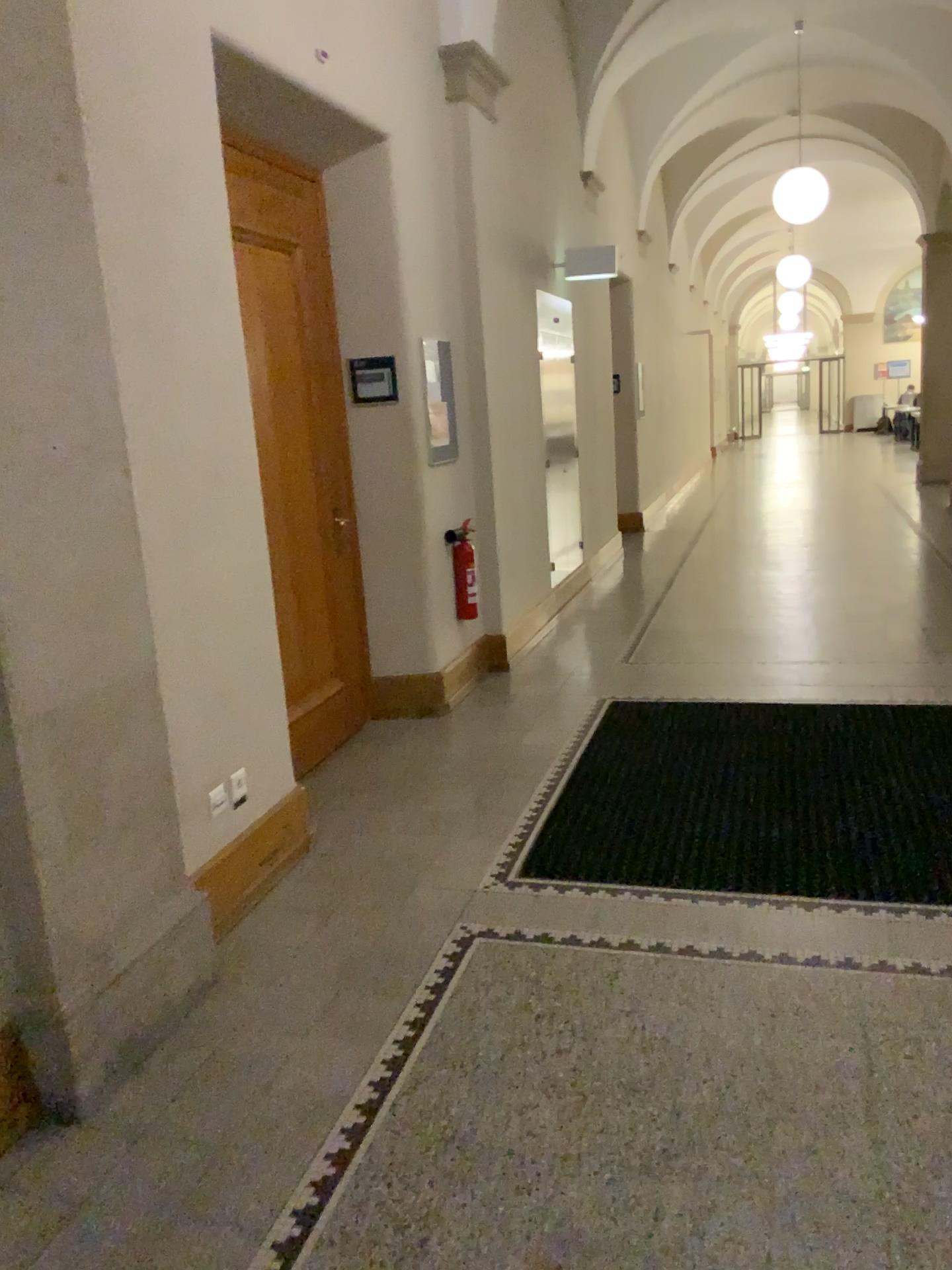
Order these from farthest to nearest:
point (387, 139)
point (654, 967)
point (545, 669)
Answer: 1. point (545, 669)
2. point (387, 139)
3. point (654, 967)
